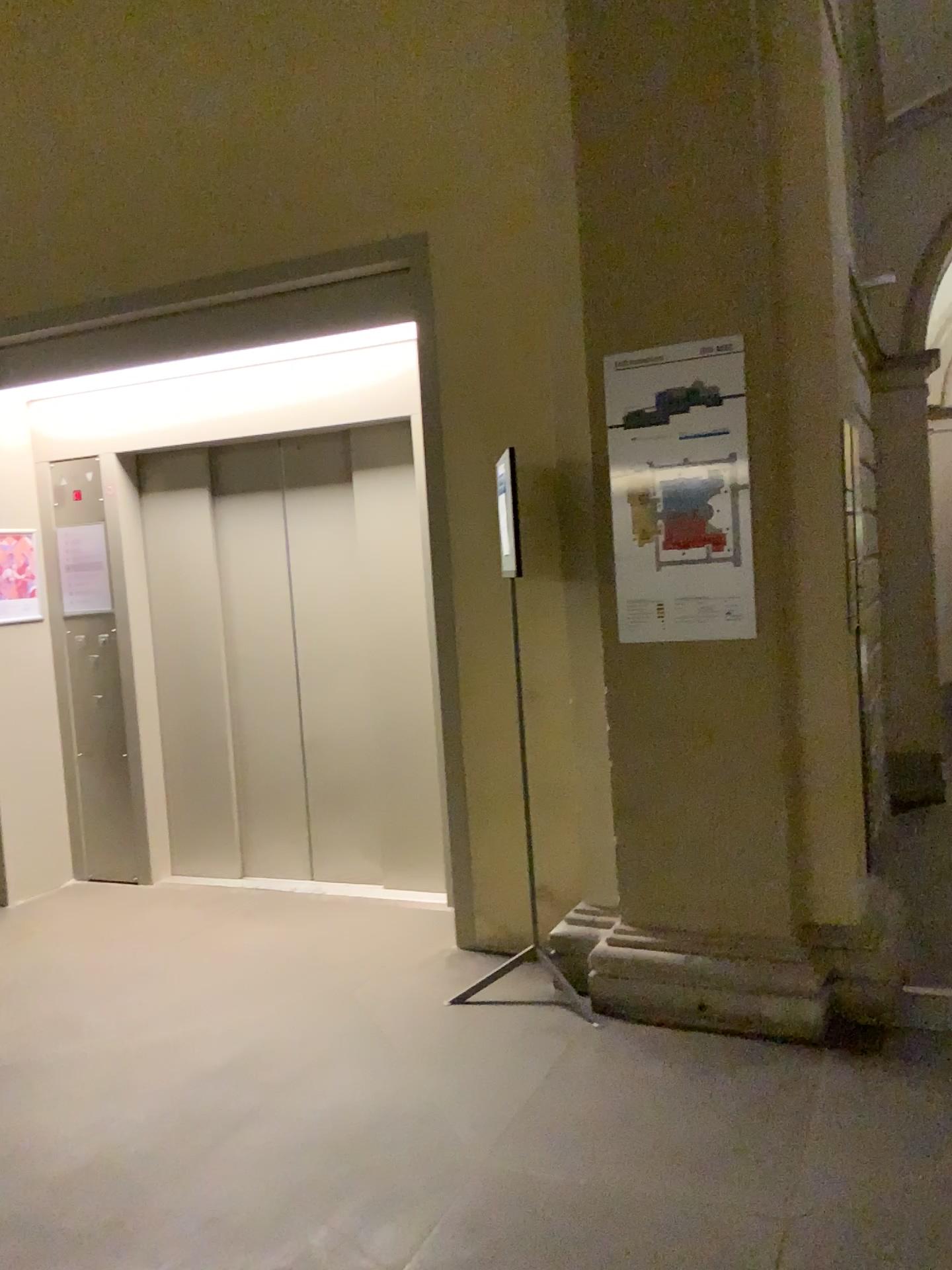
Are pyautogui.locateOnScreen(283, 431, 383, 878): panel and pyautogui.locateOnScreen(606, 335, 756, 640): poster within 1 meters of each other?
no

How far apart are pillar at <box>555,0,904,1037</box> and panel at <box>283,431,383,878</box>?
1.65m

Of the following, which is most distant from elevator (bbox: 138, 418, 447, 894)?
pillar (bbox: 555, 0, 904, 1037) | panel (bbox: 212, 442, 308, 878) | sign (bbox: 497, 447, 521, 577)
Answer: pillar (bbox: 555, 0, 904, 1037)

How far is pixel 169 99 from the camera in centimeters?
432cm

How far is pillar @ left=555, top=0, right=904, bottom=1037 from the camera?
3.1m

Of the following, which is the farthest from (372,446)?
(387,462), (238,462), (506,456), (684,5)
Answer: (684,5)

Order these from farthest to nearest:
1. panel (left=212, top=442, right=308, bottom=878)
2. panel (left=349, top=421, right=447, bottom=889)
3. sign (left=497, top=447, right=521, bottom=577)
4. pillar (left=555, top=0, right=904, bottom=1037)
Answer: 1. panel (left=212, top=442, right=308, bottom=878)
2. panel (left=349, top=421, right=447, bottom=889)
3. sign (left=497, top=447, right=521, bottom=577)
4. pillar (left=555, top=0, right=904, bottom=1037)

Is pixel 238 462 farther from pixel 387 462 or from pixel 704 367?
pixel 704 367

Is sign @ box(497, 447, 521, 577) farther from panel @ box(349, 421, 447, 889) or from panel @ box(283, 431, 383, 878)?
panel @ box(283, 431, 383, 878)

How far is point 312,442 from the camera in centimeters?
482cm
